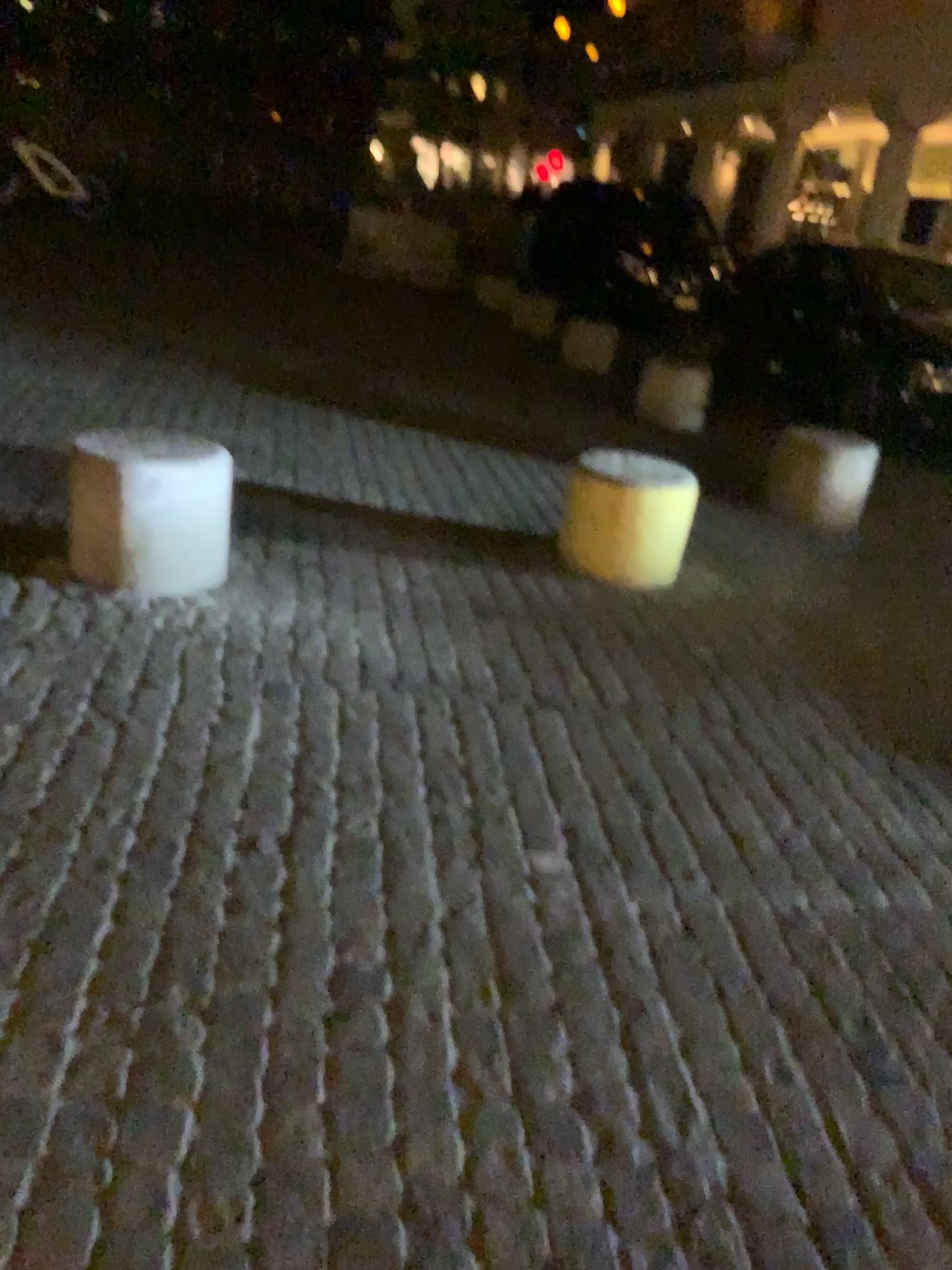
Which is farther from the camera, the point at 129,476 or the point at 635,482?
the point at 635,482

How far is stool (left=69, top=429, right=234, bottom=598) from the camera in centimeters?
333cm

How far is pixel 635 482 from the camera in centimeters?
410cm

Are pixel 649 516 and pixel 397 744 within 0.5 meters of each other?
no

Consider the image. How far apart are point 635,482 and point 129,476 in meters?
1.9

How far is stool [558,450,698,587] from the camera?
4.1 meters

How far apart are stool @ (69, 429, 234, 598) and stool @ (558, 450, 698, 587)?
1.46m

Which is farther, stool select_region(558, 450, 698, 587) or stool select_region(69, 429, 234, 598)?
stool select_region(558, 450, 698, 587)
